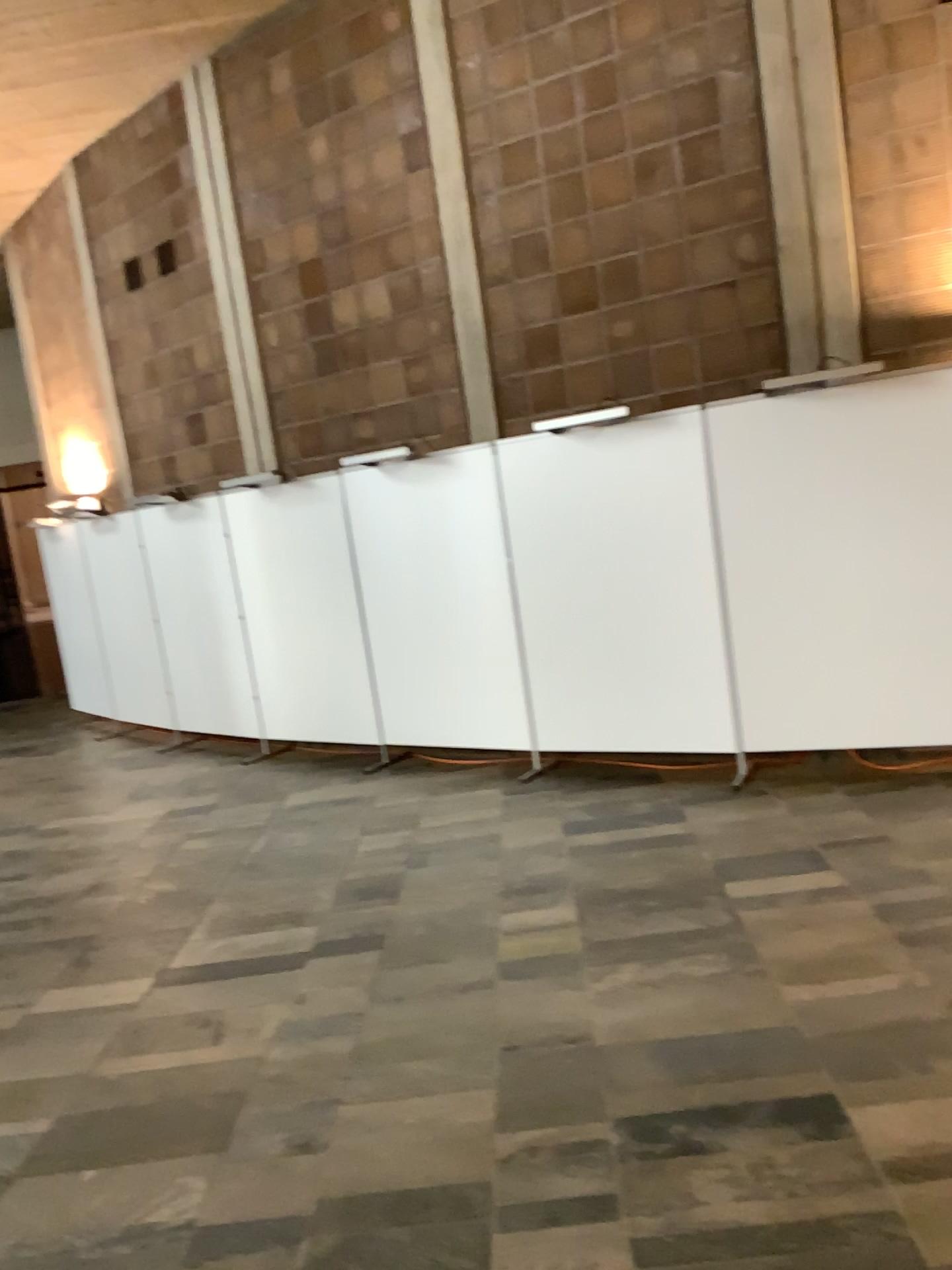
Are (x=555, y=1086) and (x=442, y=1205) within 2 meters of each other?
yes
